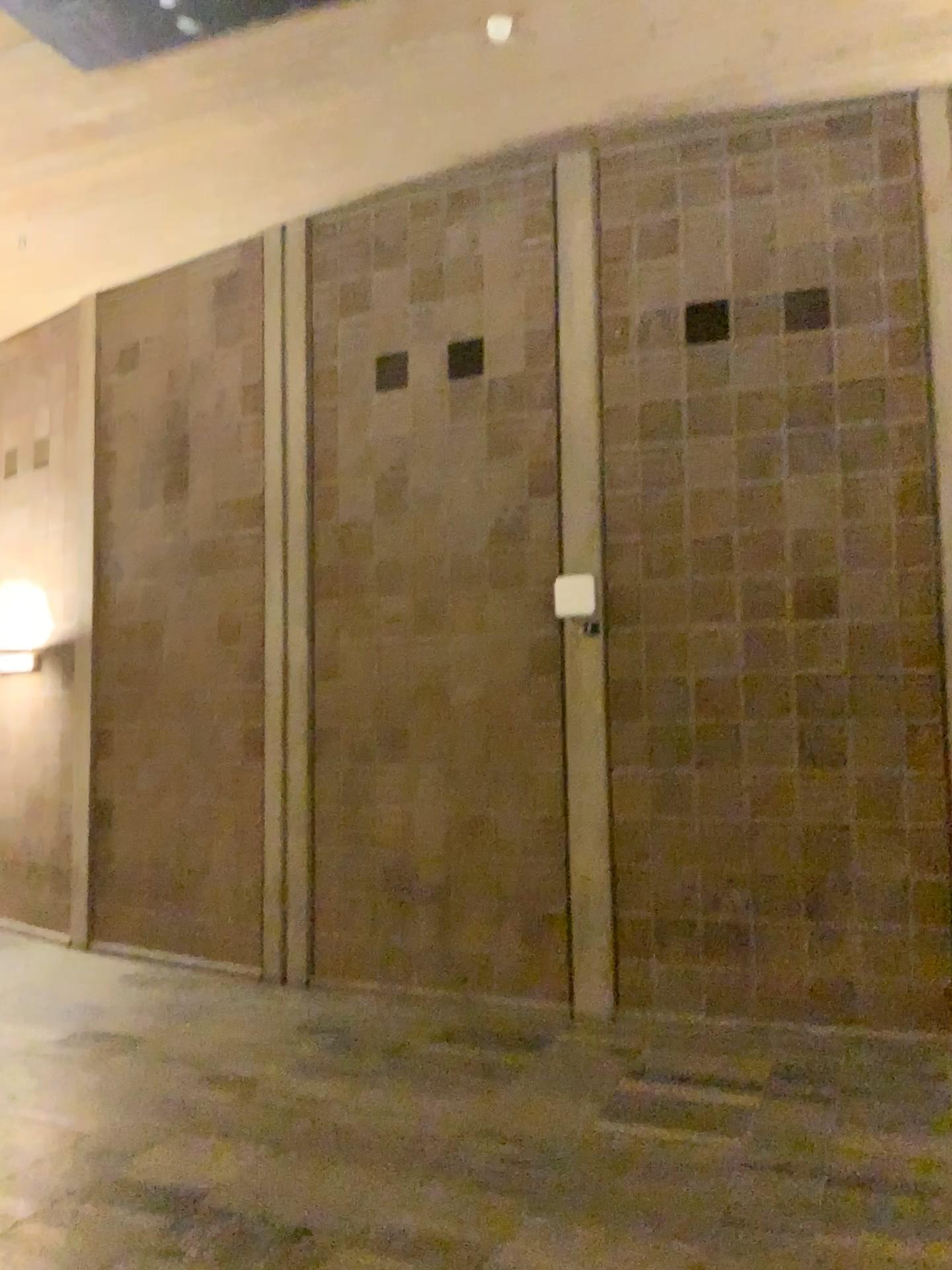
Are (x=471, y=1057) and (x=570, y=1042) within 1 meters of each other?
yes
